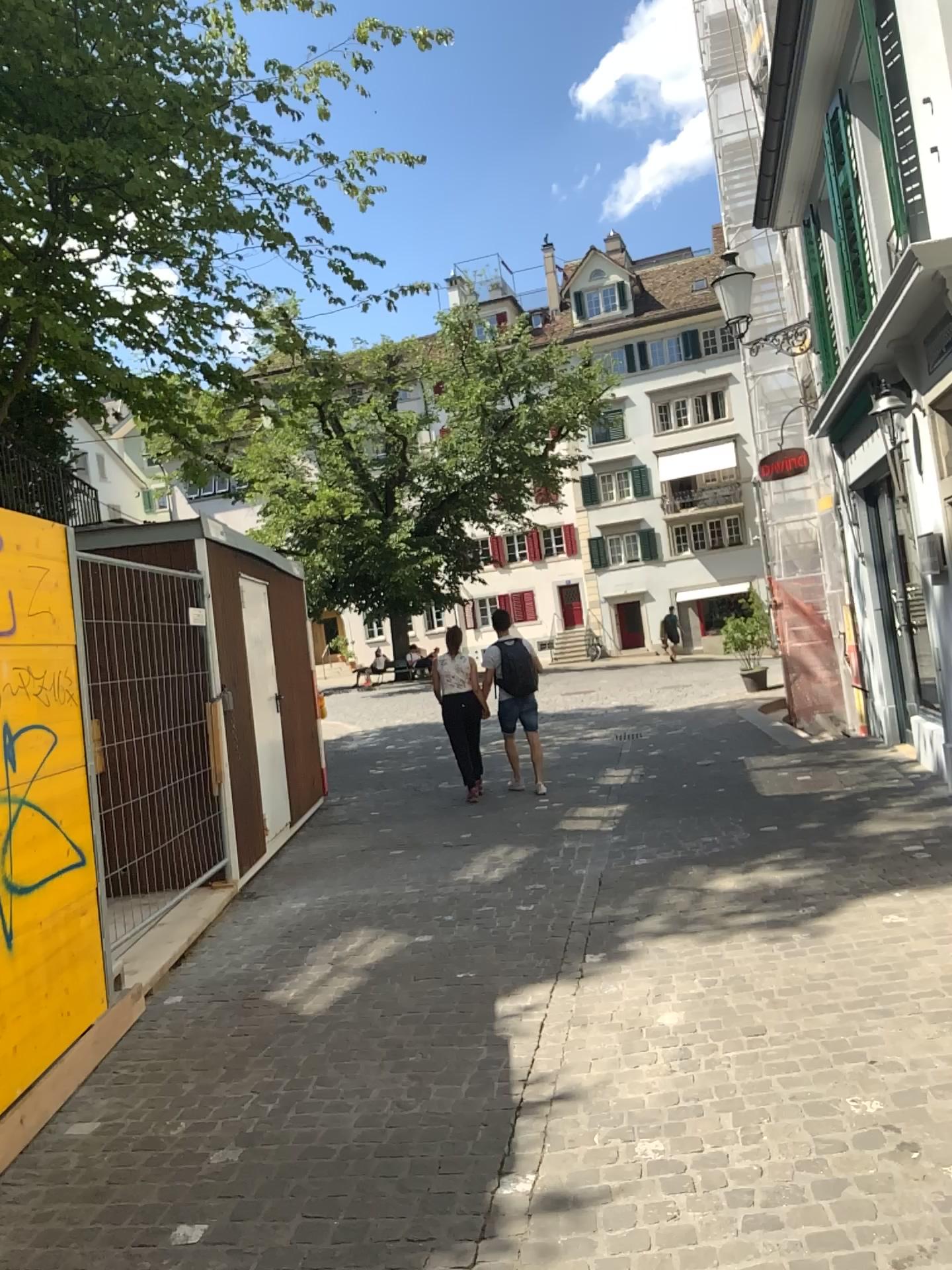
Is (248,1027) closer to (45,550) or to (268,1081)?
(268,1081)
